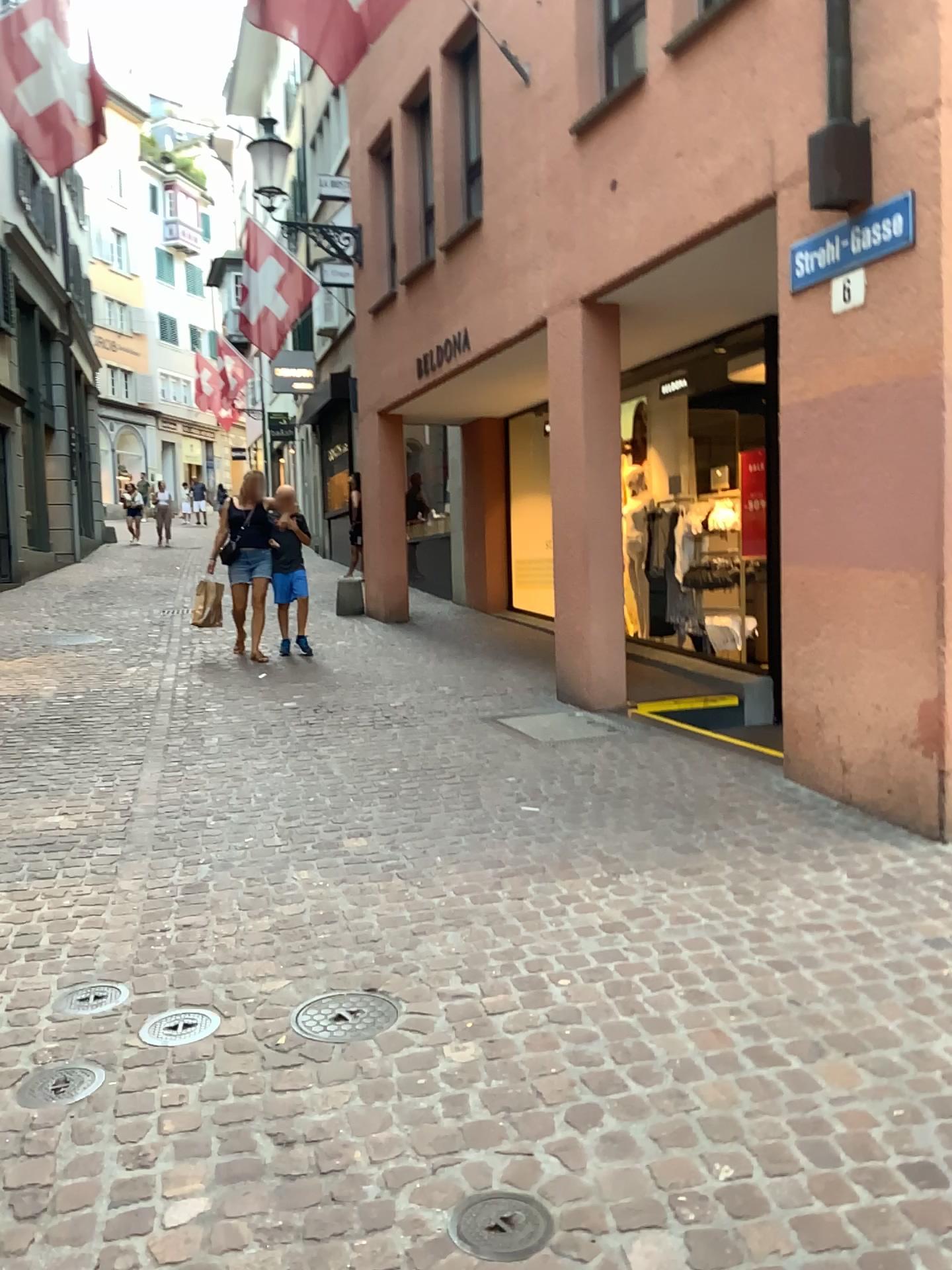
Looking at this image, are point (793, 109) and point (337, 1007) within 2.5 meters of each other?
no

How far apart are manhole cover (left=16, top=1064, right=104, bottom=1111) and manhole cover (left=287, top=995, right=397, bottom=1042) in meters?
0.5 m

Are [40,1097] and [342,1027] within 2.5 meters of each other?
yes

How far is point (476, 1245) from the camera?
1.9 meters

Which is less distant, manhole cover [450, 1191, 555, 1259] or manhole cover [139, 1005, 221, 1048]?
manhole cover [450, 1191, 555, 1259]

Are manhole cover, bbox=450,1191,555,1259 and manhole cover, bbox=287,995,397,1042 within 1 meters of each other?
yes

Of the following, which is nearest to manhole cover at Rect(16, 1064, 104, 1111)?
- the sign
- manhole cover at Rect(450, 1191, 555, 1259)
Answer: manhole cover at Rect(450, 1191, 555, 1259)

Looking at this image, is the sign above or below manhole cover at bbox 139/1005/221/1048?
above

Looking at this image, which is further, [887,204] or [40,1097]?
[887,204]

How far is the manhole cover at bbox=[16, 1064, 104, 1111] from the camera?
2.4m
